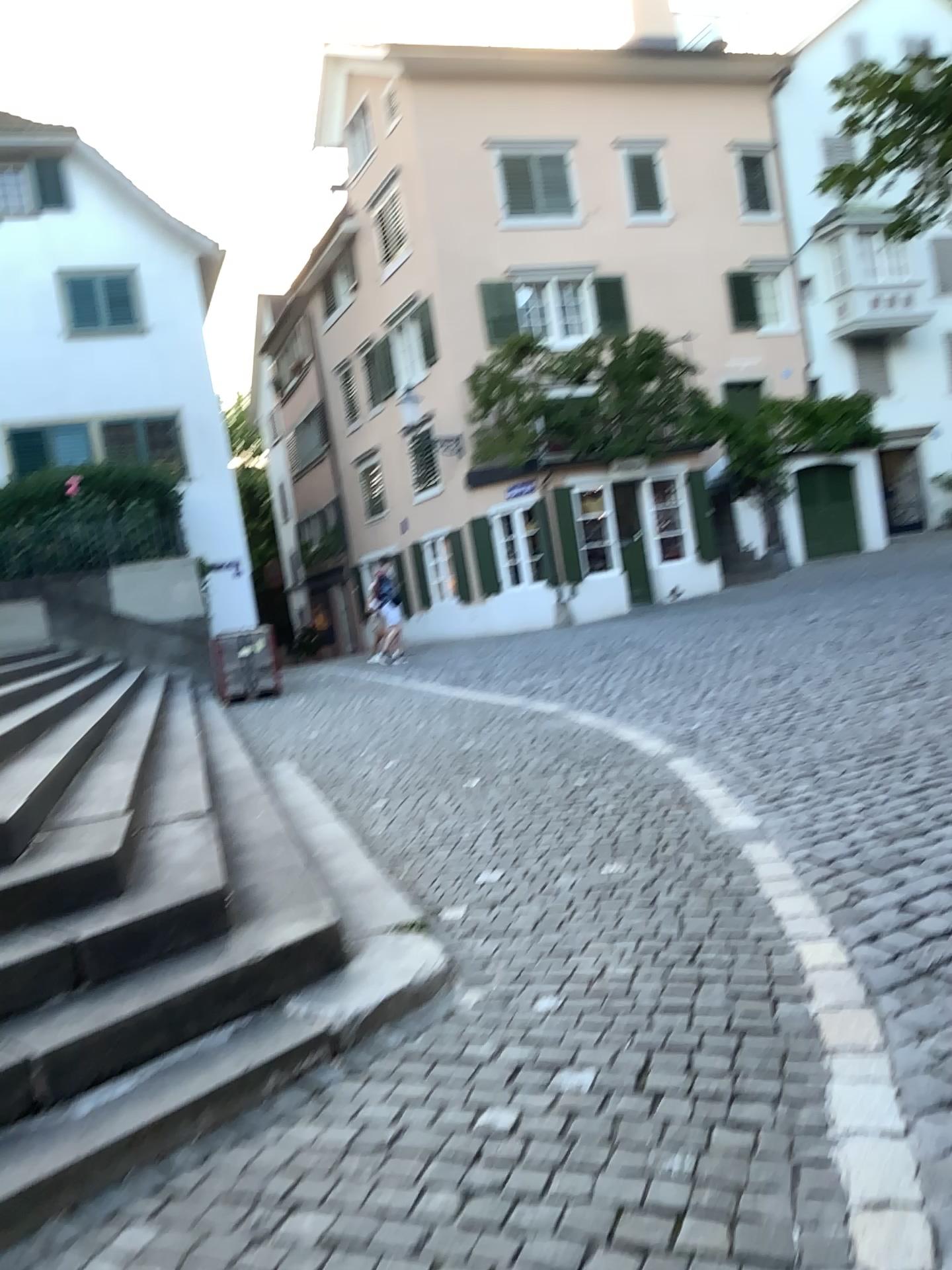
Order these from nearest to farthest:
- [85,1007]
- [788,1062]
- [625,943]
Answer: [788,1062]
[85,1007]
[625,943]
